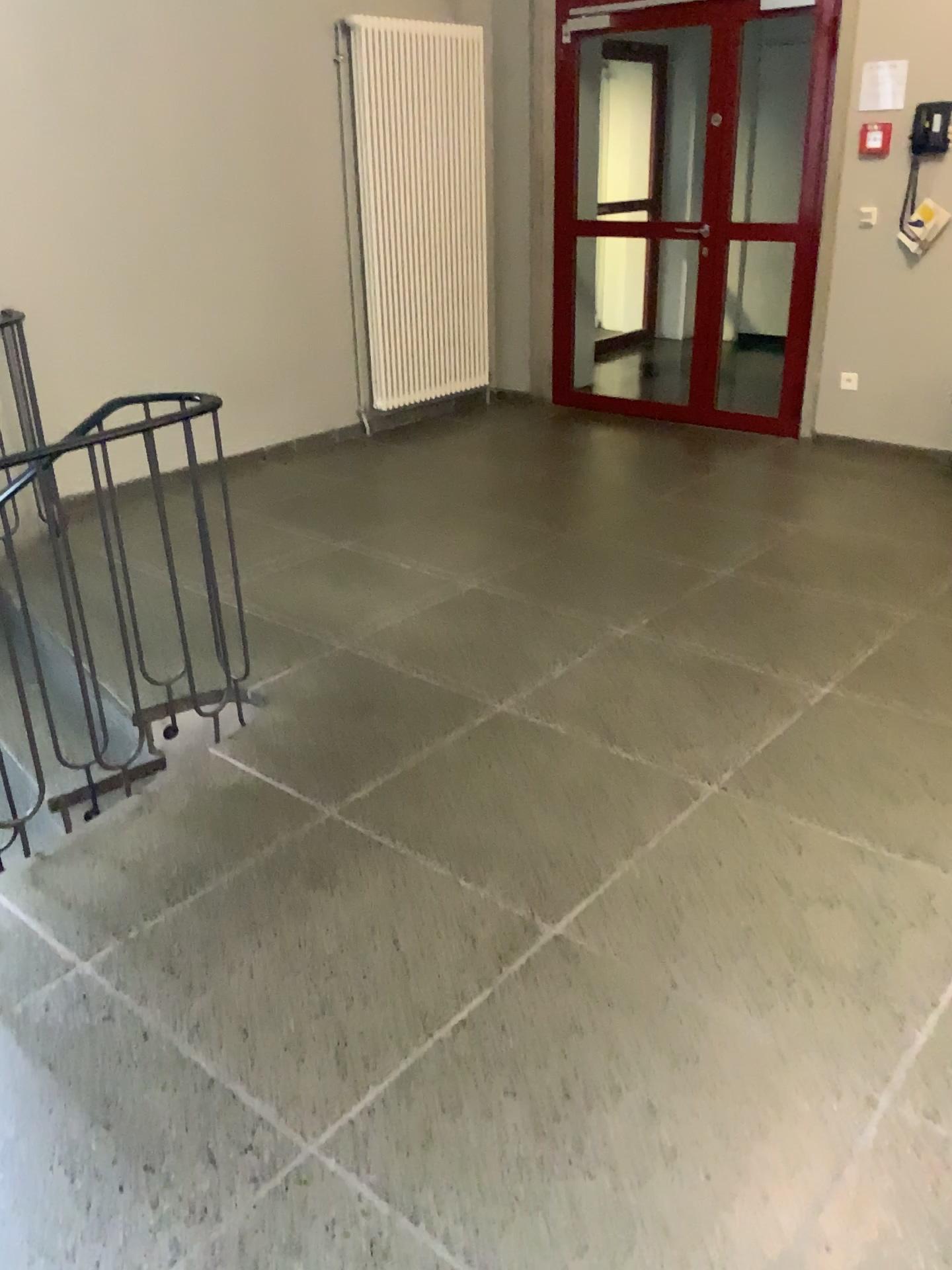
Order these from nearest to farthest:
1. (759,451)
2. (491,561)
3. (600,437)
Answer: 1. (491,561)
2. (759,451)
3. (600,437)
